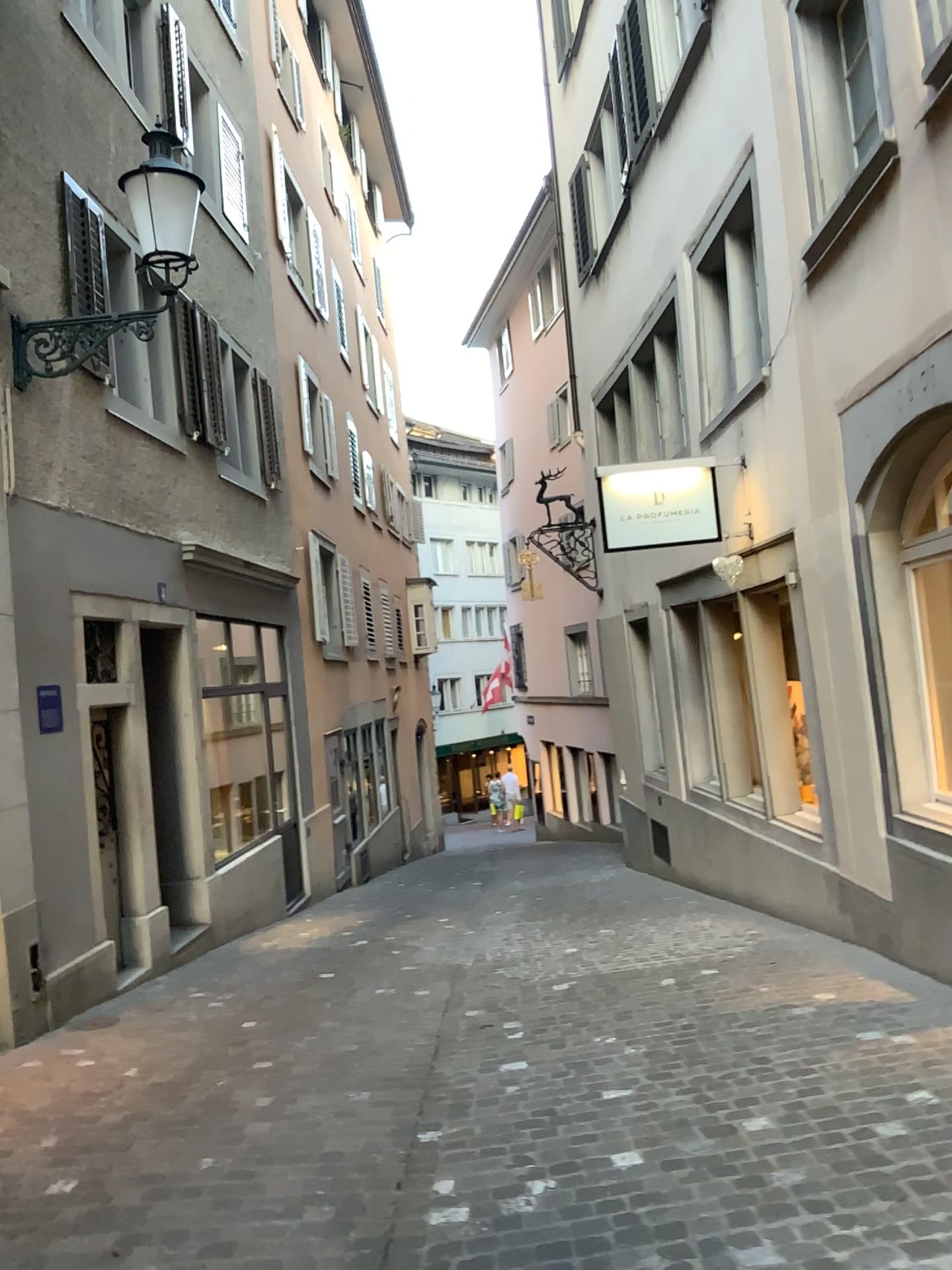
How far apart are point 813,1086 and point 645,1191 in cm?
87
